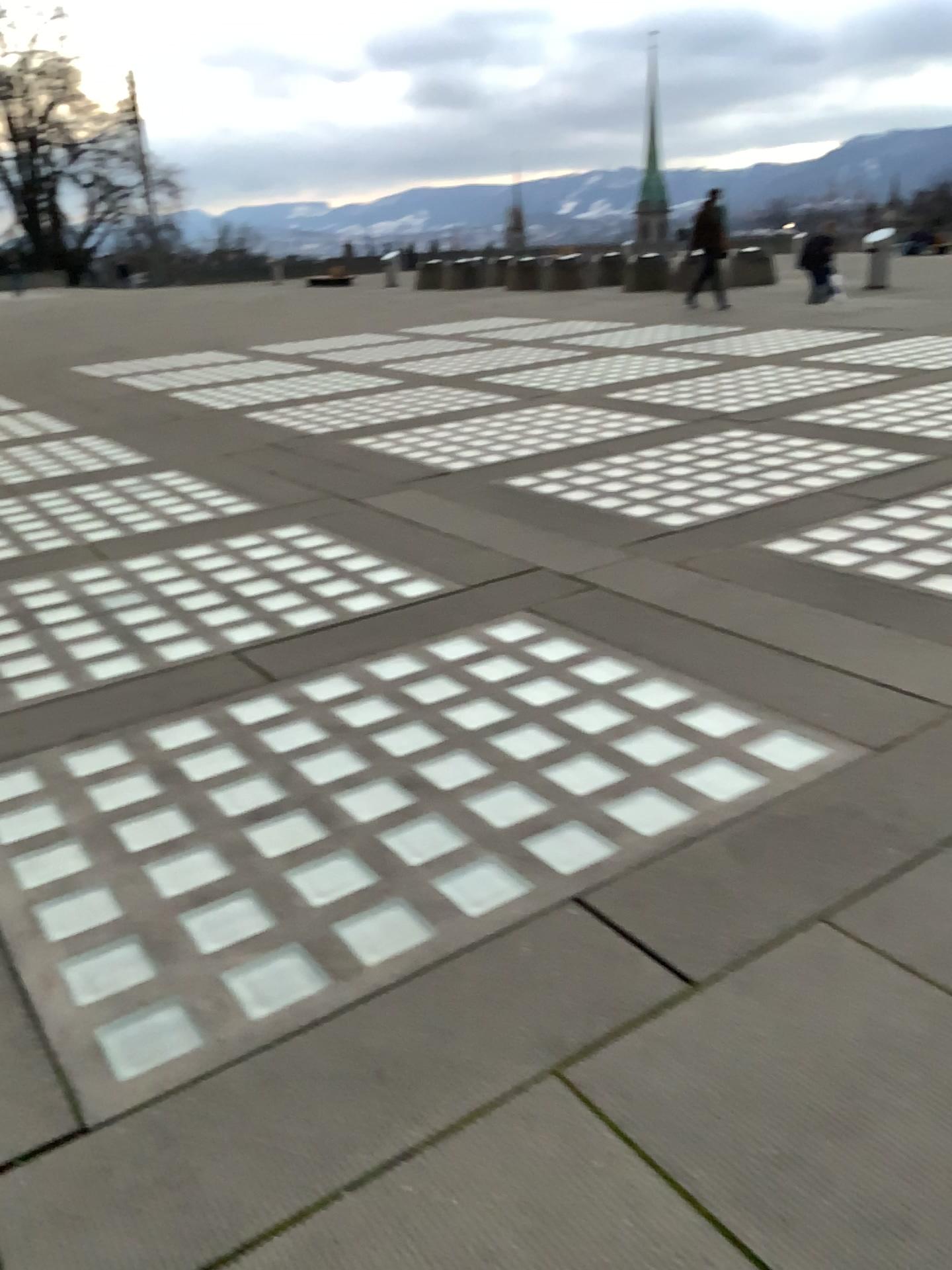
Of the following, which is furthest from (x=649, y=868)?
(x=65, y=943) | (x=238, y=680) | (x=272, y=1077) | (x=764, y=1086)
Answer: (x=238, y=680)
